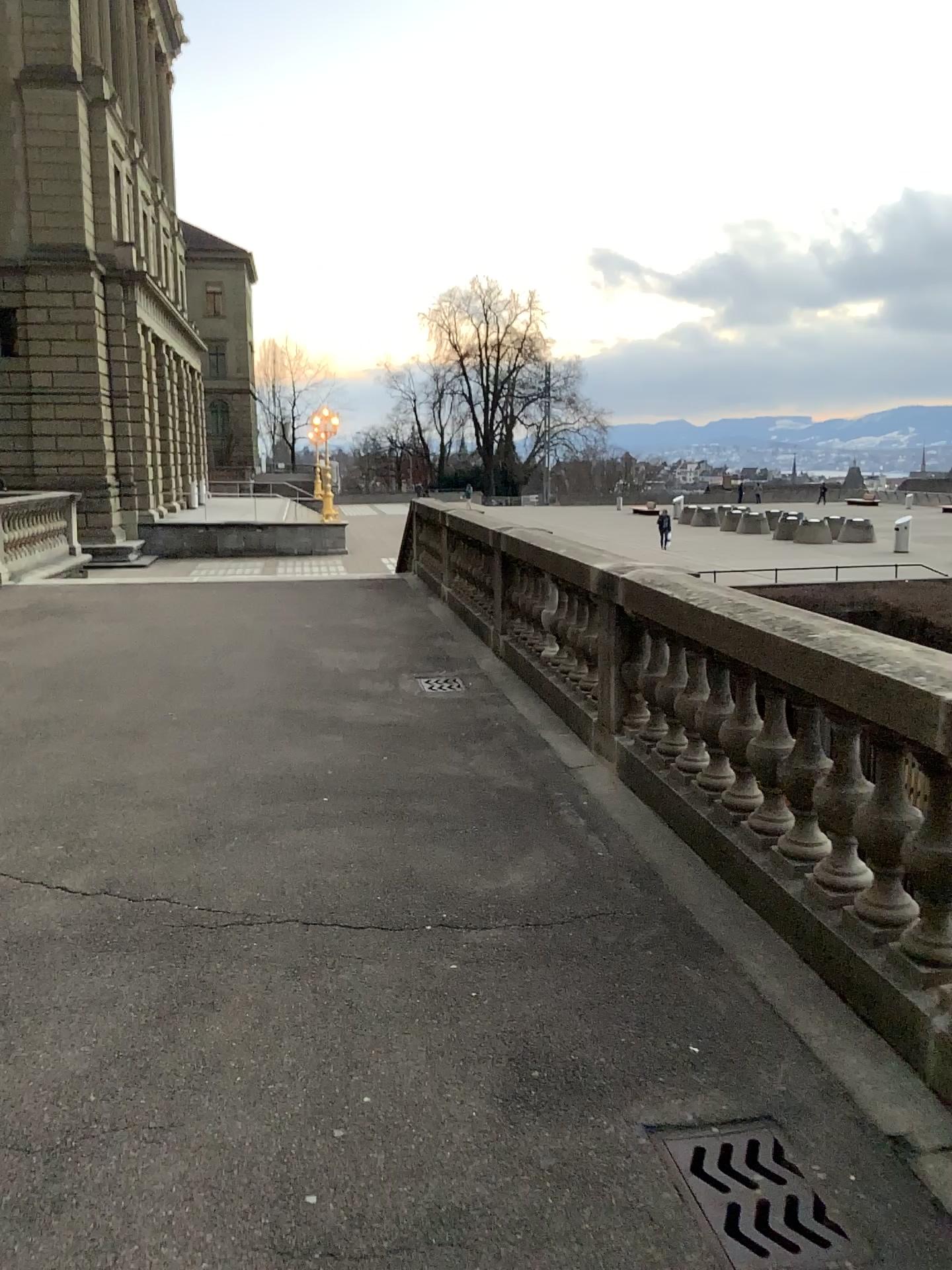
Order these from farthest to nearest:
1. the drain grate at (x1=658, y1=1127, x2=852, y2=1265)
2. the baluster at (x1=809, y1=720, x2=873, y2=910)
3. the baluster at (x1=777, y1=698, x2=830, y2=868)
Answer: the baluster at (x1=777, y1=698, x2=830, y2=868) < the baluster at (x1=809, y1=720, x2=873, y2=910) < the drain grate at (x1=658, y1=1127, x2=852, y2=1265)

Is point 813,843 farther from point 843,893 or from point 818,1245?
point 818,1245

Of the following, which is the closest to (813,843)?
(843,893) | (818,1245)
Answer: (843,893)

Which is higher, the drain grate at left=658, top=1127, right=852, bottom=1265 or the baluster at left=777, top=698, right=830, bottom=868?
the baluster at left=777, top=698, right=830, bottom=868

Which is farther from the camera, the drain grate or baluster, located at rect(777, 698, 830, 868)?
baluster, located at rect(777, 698, 830, 868)

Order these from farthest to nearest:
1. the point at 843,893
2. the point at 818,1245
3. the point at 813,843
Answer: the point at 813,843, the point at 843,893, the point at 818,1245

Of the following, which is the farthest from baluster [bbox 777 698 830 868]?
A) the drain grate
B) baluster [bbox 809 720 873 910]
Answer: the drain grate

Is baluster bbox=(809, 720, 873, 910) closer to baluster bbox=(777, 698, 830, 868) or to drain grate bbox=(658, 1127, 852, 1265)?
baluster bbox=(777, 698, 830, 868)

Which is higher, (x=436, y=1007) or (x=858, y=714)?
(x=858, y=714)

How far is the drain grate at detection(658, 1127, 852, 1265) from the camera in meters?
2.3
